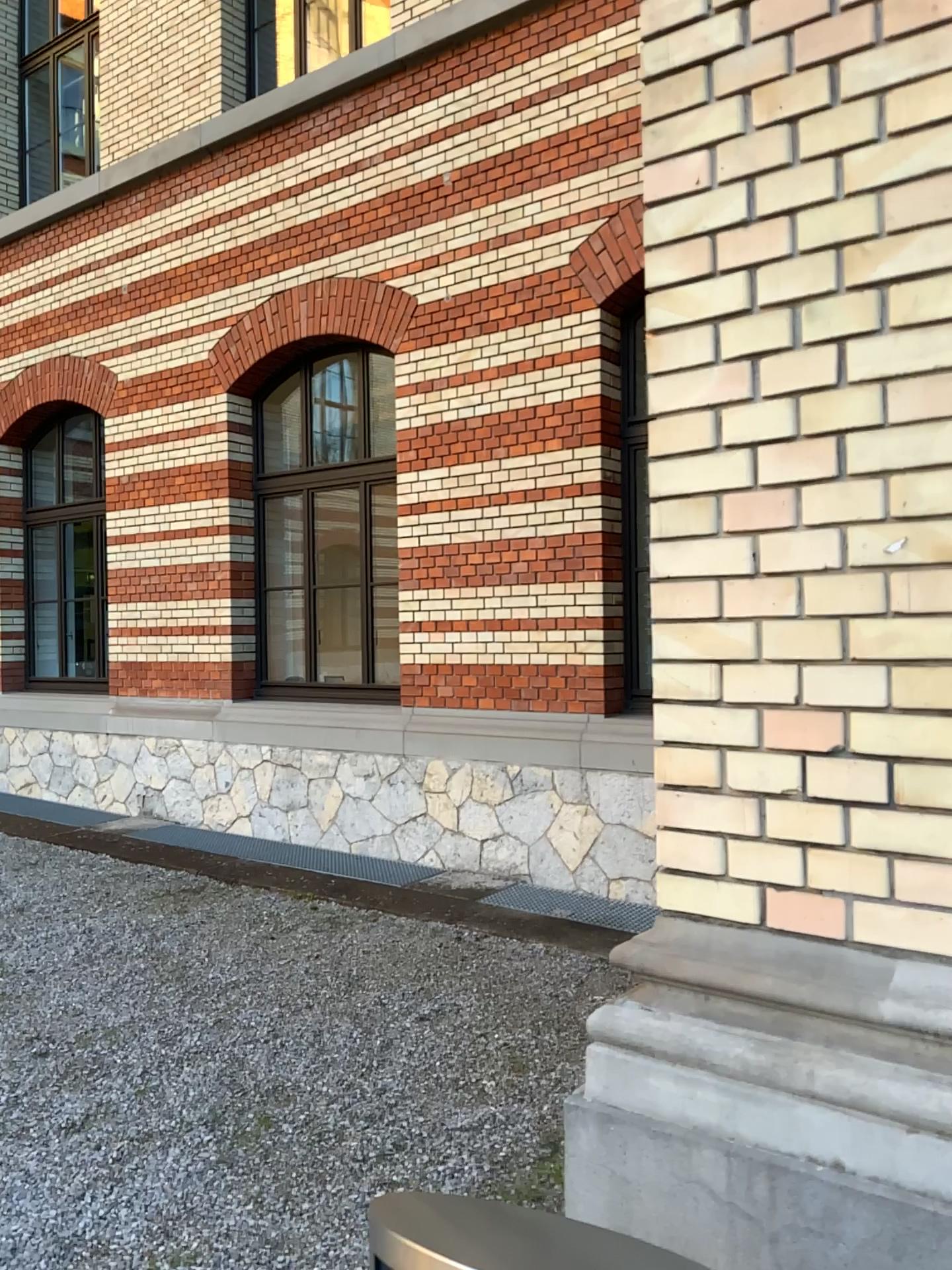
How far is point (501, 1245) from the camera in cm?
110

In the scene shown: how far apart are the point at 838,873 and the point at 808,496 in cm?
57

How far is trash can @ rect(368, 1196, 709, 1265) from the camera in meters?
1.1
